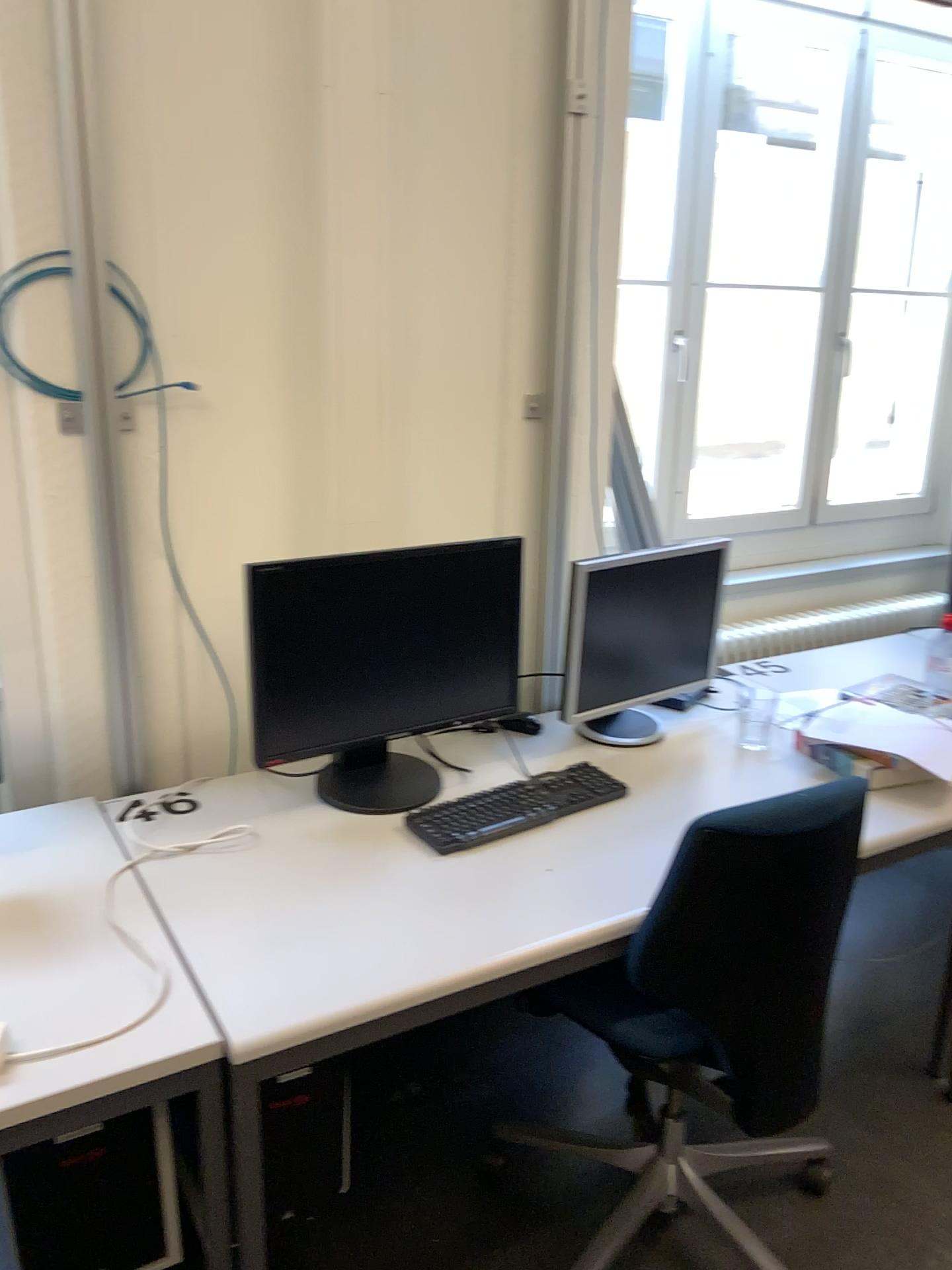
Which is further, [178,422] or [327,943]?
[178,422]

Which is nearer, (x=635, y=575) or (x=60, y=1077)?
(x=60, y=1077)

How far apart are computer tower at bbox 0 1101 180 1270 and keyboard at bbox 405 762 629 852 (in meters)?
0.60

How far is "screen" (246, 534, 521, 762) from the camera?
1.8m

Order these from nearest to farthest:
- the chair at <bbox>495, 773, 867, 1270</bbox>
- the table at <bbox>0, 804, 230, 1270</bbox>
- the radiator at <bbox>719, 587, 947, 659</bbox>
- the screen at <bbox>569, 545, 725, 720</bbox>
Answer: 1. the table at <bbox>0, 804, 230, 1270</bbox>
2. the chair at <bbox>495, 773, 867, 1270</bbox>
3. the screen at <bbox>569, 545, 725, 720</bbox>
4. the radiator at <bbox>719, 587, 947, 659</bbox>

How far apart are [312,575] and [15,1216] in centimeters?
108cm

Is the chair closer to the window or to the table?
the table

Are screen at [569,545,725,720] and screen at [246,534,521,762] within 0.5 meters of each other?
yes

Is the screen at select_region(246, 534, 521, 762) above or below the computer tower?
above

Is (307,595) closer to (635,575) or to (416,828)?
(416,828)
